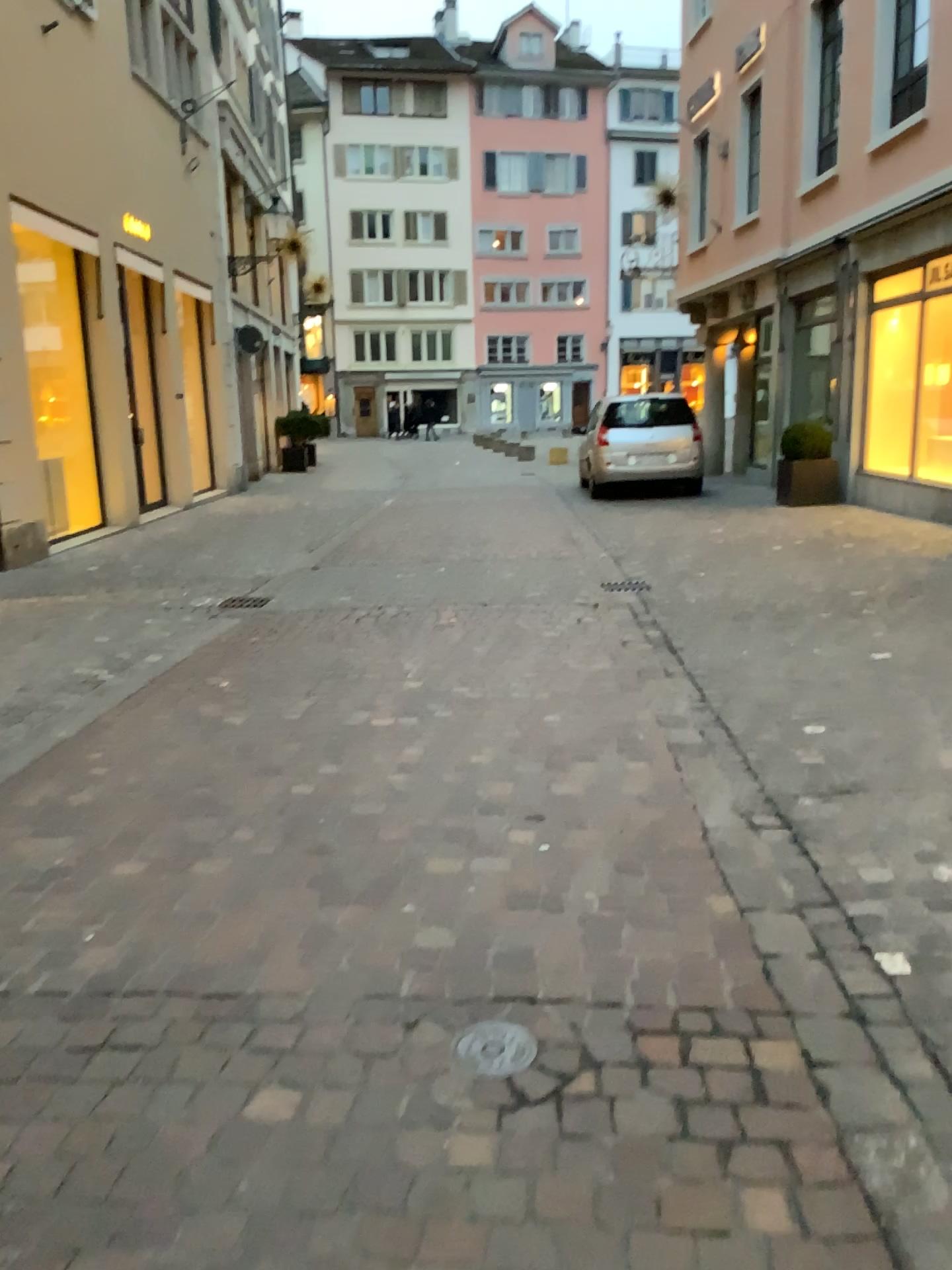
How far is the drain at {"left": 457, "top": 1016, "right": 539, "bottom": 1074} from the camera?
2.1m

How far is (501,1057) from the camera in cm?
212

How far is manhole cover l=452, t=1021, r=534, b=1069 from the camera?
2.11m

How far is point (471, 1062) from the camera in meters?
2.1 m

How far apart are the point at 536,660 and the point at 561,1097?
3.4m
